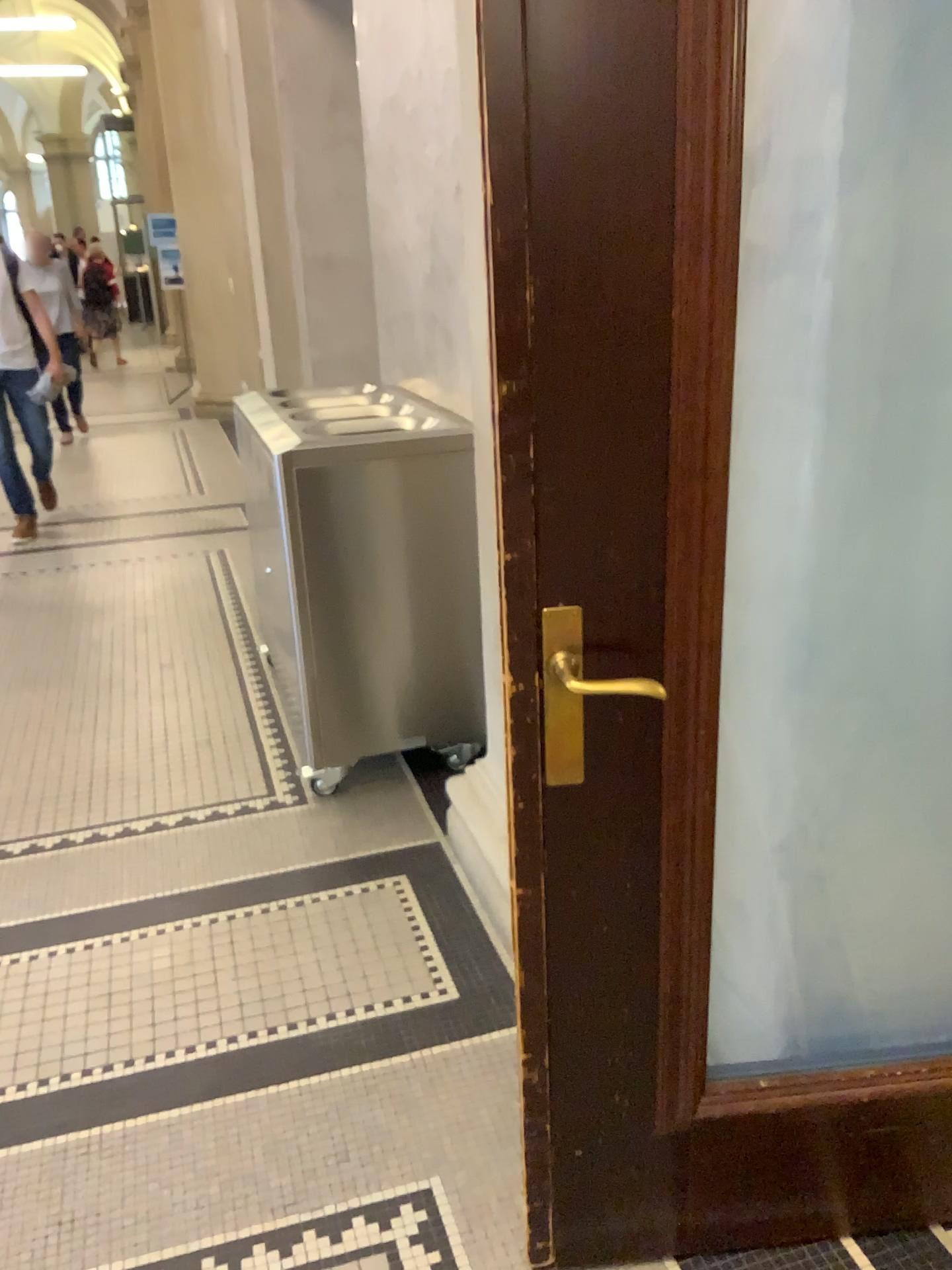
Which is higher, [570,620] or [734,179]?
[734,179]

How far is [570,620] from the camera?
1.3 meters

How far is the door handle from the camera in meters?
1.3

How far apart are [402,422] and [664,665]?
1.8m
